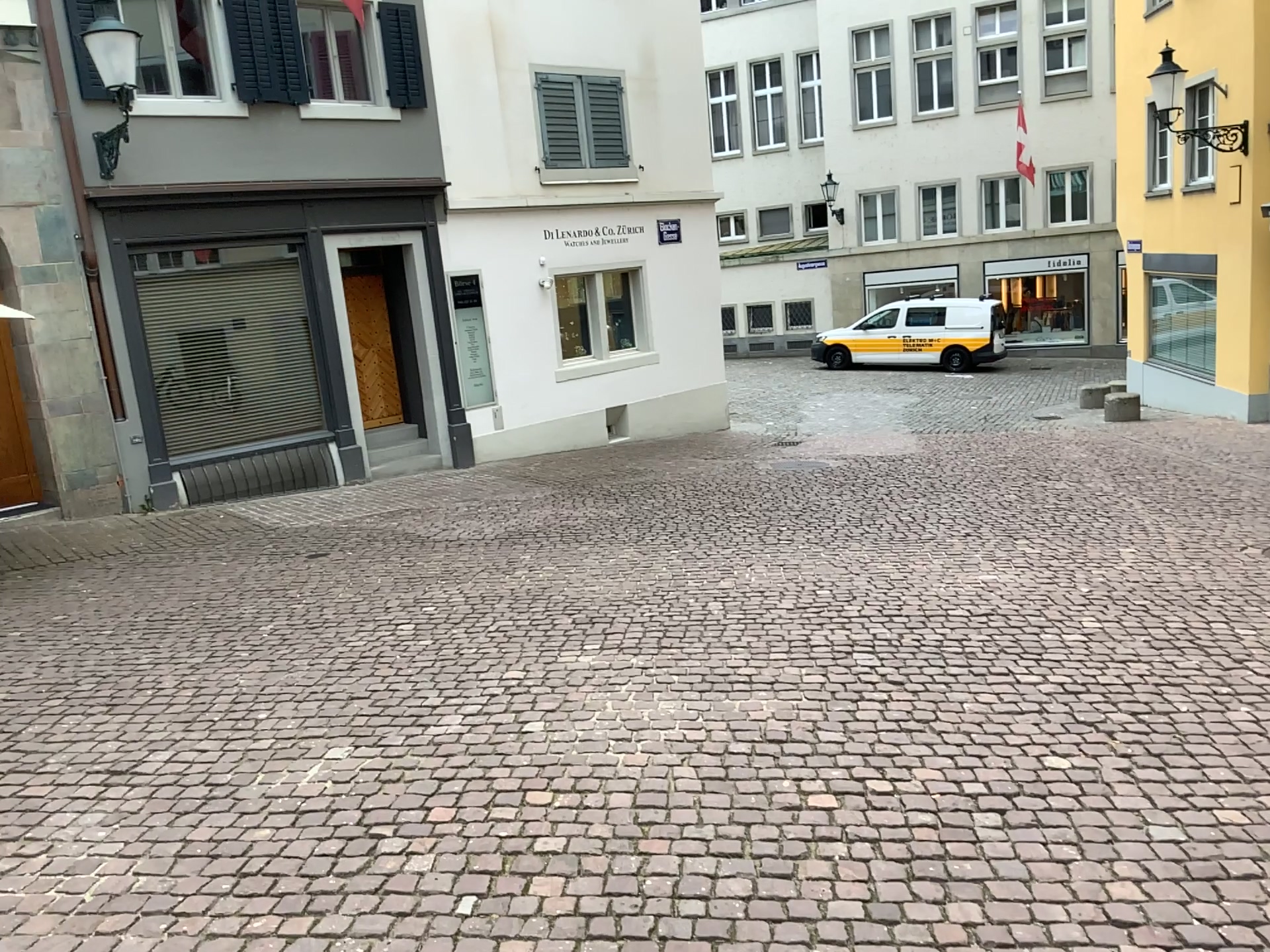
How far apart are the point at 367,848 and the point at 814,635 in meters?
2.7
